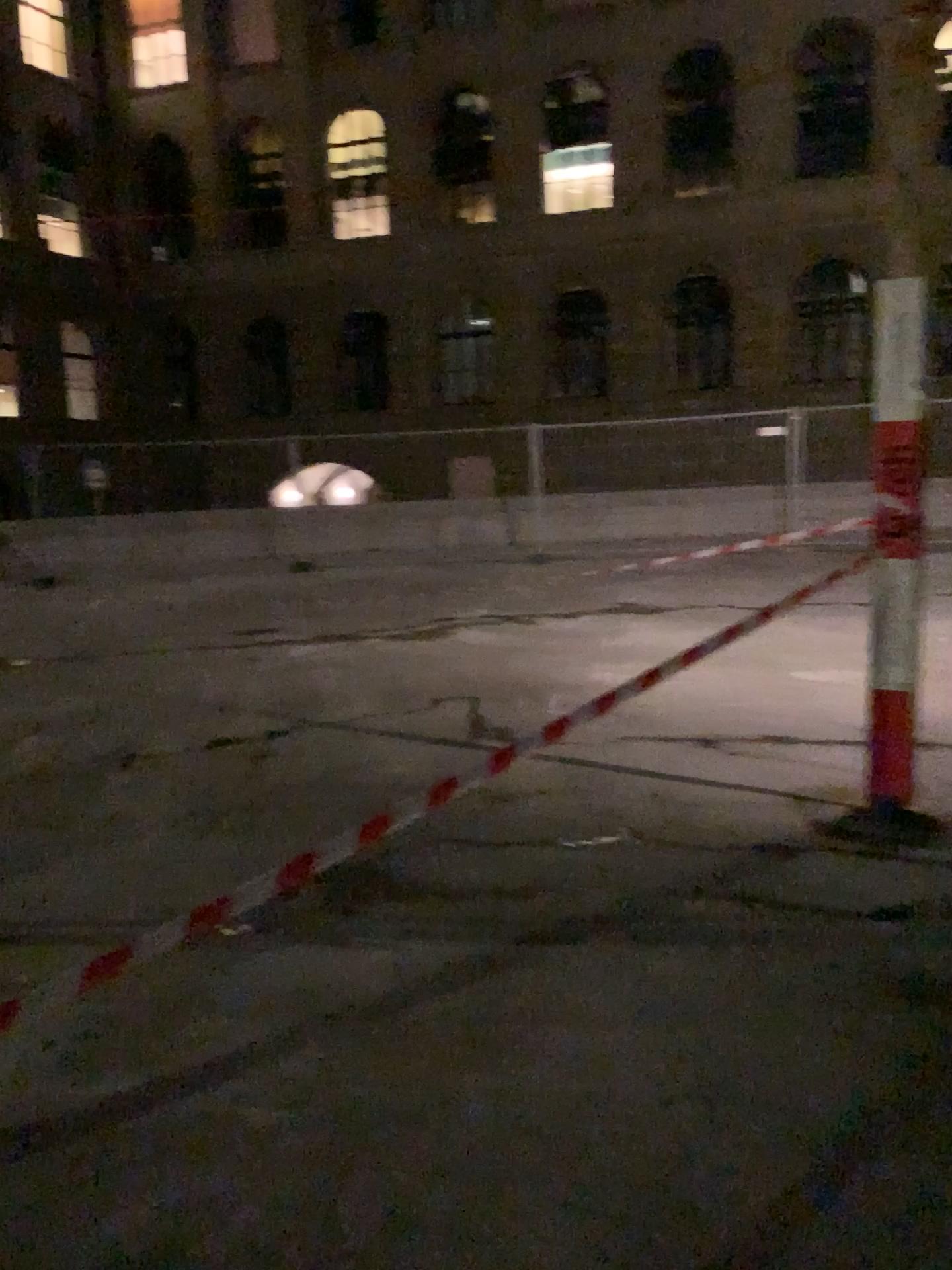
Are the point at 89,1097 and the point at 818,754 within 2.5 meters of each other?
no
